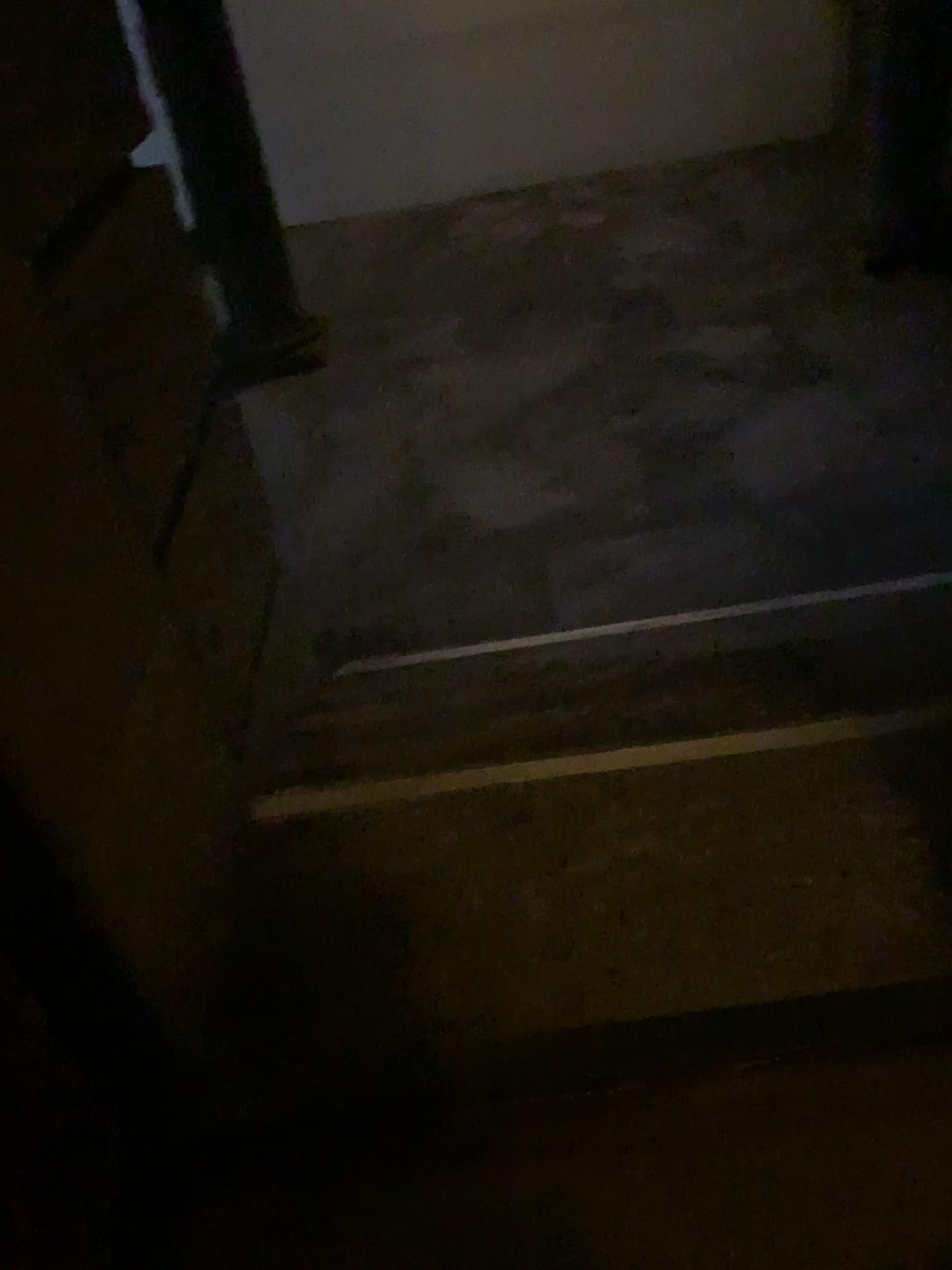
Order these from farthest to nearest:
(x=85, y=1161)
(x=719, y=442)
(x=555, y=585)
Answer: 1. (x=719, y=442)
2. (x=555, y=585)
3. (x=85, y=1161)
